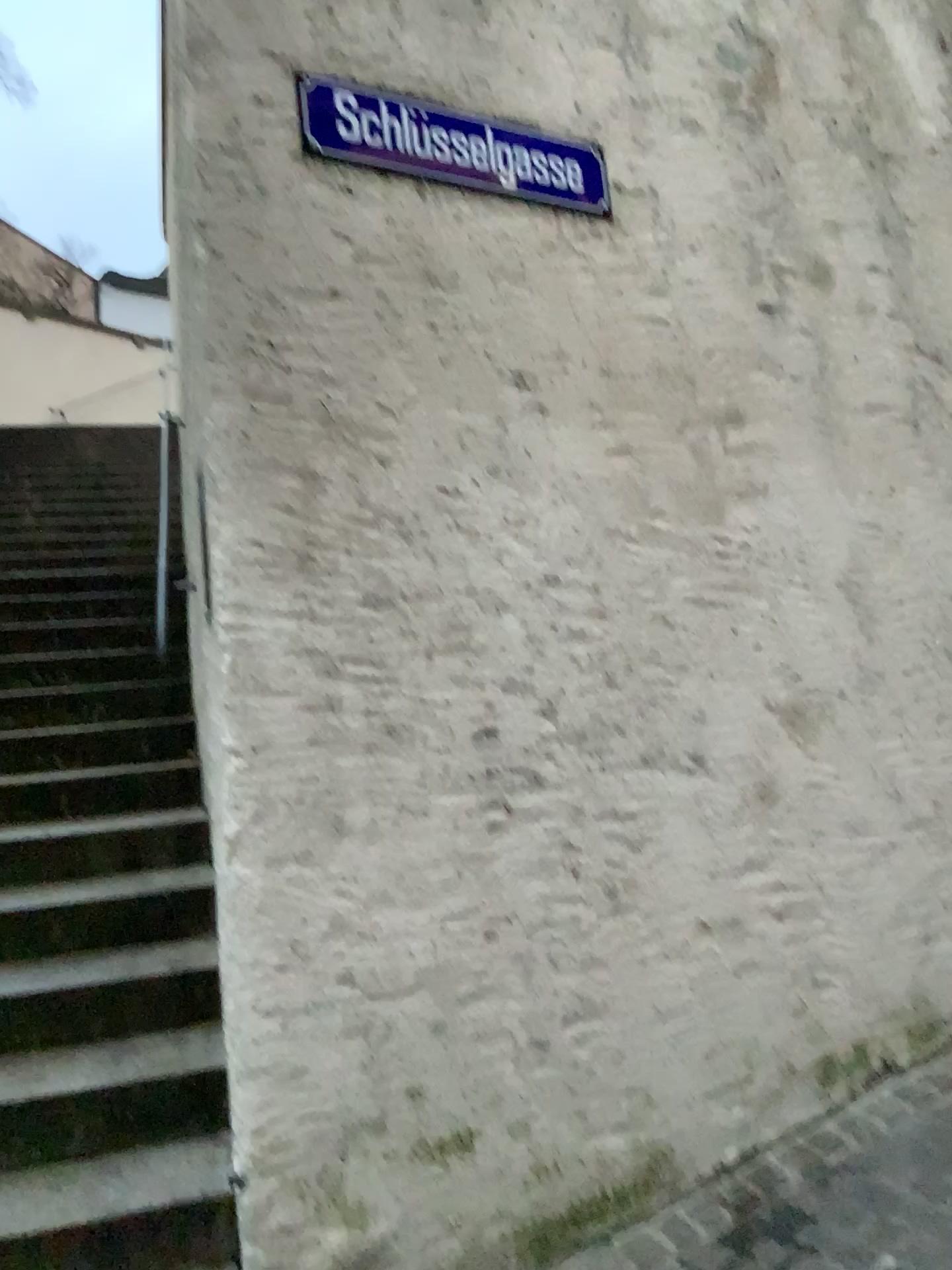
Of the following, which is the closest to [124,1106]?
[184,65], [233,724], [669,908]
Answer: [233,724]
